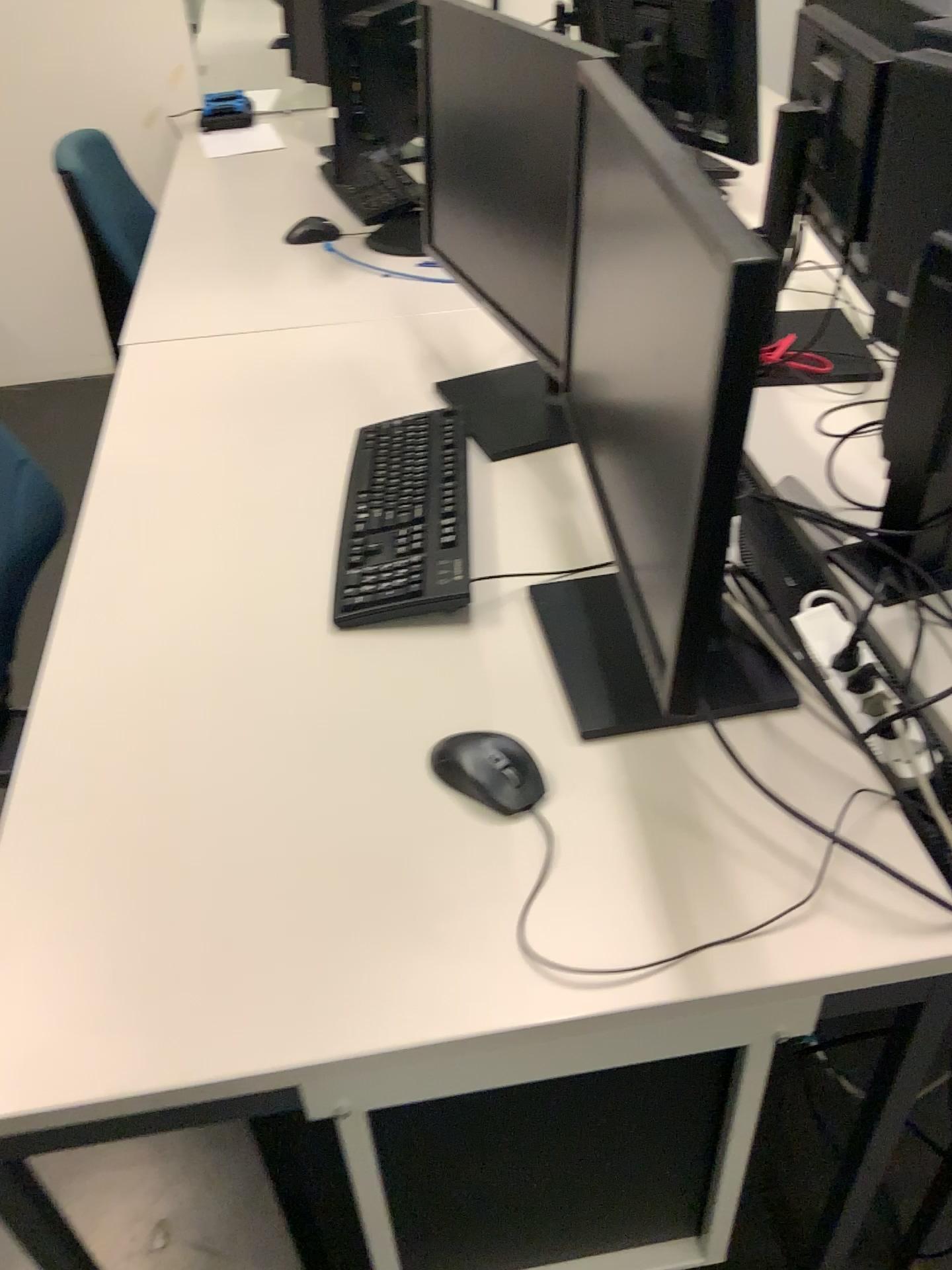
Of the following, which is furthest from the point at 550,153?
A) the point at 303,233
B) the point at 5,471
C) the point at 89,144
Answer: the point at 89,144

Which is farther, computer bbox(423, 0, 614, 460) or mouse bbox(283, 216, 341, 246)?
mouse bbox(283, 216, 341, 246)

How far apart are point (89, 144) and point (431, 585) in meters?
2.6 m

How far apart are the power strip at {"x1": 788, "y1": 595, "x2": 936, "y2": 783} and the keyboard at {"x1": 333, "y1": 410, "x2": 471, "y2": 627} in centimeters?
38cm

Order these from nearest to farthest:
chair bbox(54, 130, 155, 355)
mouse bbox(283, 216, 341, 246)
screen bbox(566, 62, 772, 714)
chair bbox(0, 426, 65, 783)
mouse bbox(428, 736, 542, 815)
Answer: screen bbox(566, 62, 772, 714) → mouse bbox(428, 736, 542, 815) → chair bbox(0, 426, 65, 783) → mouse bbox(283, 216, 341, 246) → chair bbox(54, 130, 155, 355)

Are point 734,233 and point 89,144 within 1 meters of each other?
no

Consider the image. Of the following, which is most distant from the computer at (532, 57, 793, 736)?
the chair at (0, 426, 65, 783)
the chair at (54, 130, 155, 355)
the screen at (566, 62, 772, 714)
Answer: the chair at (54, 130, 155, 355)

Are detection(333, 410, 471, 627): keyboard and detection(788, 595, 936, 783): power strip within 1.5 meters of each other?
yes

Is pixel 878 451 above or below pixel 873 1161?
above

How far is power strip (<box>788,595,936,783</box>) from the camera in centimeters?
100cm
